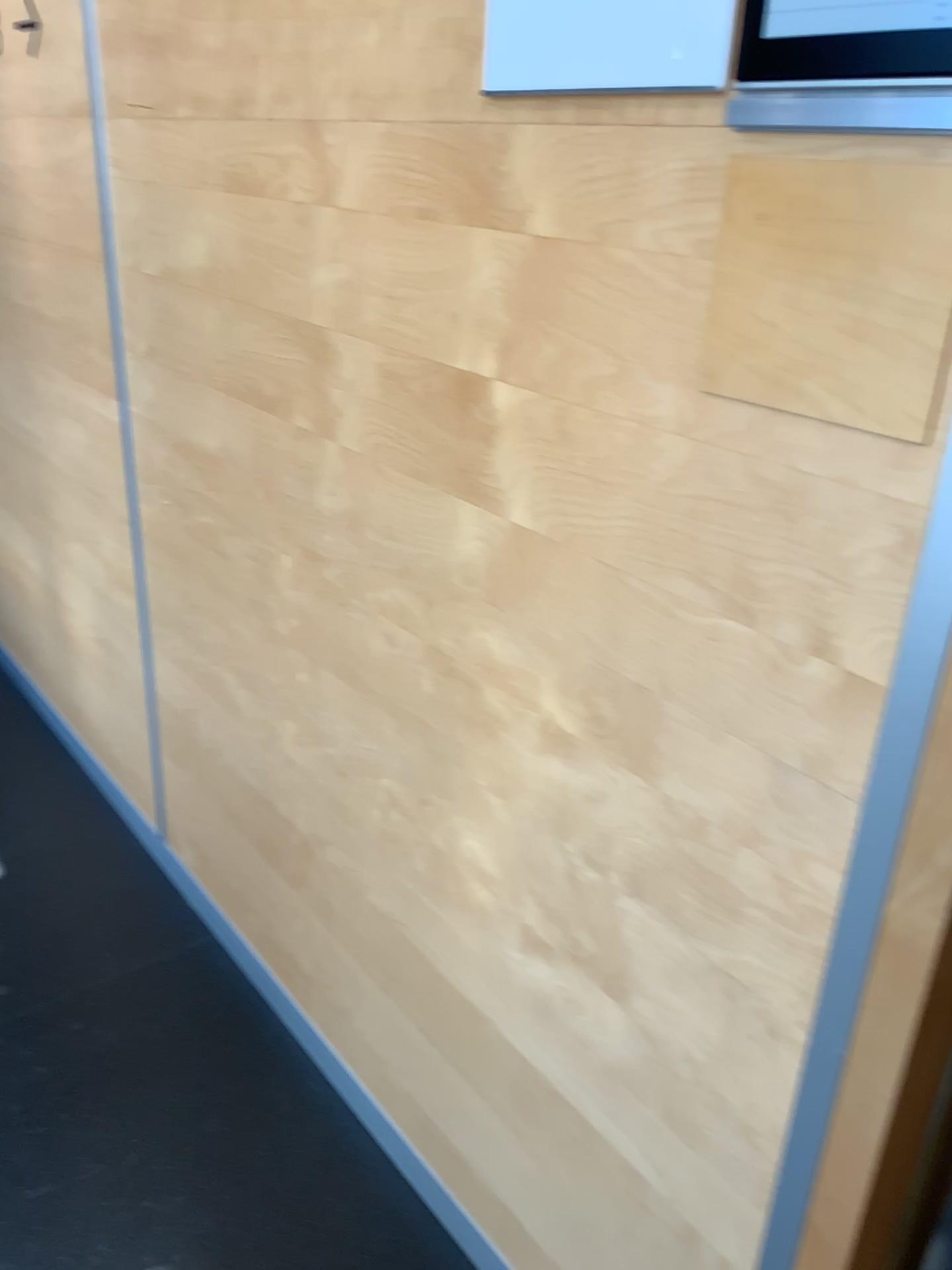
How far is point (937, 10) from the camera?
0.7 meters

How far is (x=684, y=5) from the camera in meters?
0.8

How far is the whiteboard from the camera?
0.8 meters

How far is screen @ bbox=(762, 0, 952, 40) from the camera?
0.7m

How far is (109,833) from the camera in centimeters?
253cm
